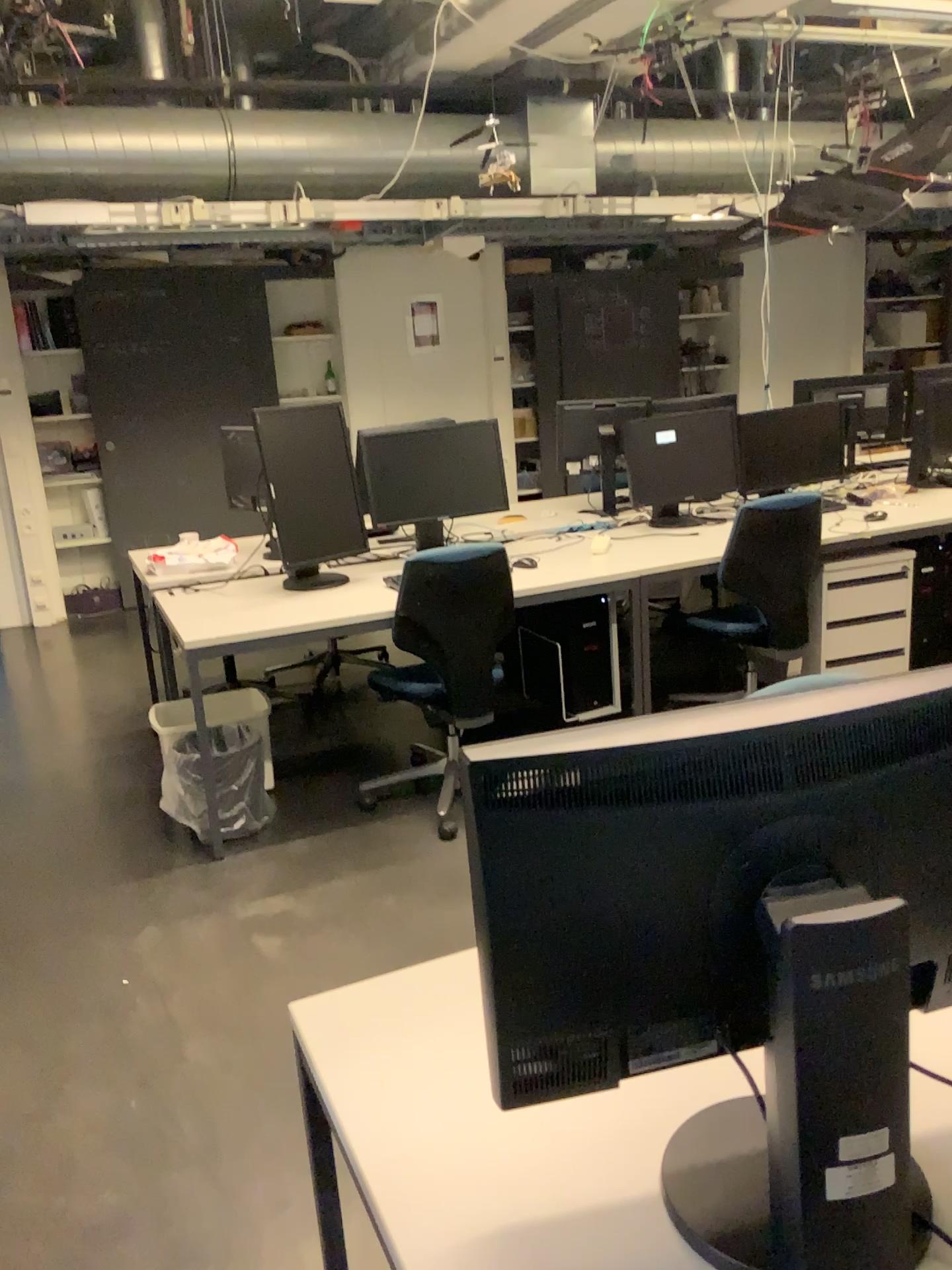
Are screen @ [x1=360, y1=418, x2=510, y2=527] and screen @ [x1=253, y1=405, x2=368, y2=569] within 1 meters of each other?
yes

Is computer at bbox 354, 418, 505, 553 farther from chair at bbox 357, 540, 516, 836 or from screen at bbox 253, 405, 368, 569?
chair at bbox 357, 540, 516, 836

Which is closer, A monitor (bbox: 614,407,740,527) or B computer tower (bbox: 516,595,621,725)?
B computer tower (bbox: 516,595,621,725)

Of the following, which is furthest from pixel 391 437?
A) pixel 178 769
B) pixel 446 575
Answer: pixel 178 769

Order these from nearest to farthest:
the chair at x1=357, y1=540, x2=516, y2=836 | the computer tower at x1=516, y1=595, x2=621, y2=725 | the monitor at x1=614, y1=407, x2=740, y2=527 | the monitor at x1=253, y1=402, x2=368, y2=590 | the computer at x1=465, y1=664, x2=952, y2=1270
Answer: the computer at x1=465, y1=664, x2=952, y2=1270
the chair at x1=357, y1=540, x2=516, y2=836
the monitor at x1=253, y1=402, x2=368, y2=590
the computer tower at x1=516, y1=595, x2=621, y2=725
the monitor at x1=614, y1=407, x2=740, y2=527

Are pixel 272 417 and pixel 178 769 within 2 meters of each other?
yes

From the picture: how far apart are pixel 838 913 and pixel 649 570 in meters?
3.0 m

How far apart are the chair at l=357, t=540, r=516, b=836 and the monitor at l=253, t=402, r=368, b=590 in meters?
0.5

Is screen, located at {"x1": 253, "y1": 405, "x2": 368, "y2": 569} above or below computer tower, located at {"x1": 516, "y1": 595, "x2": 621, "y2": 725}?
above

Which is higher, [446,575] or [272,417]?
[272,417]
